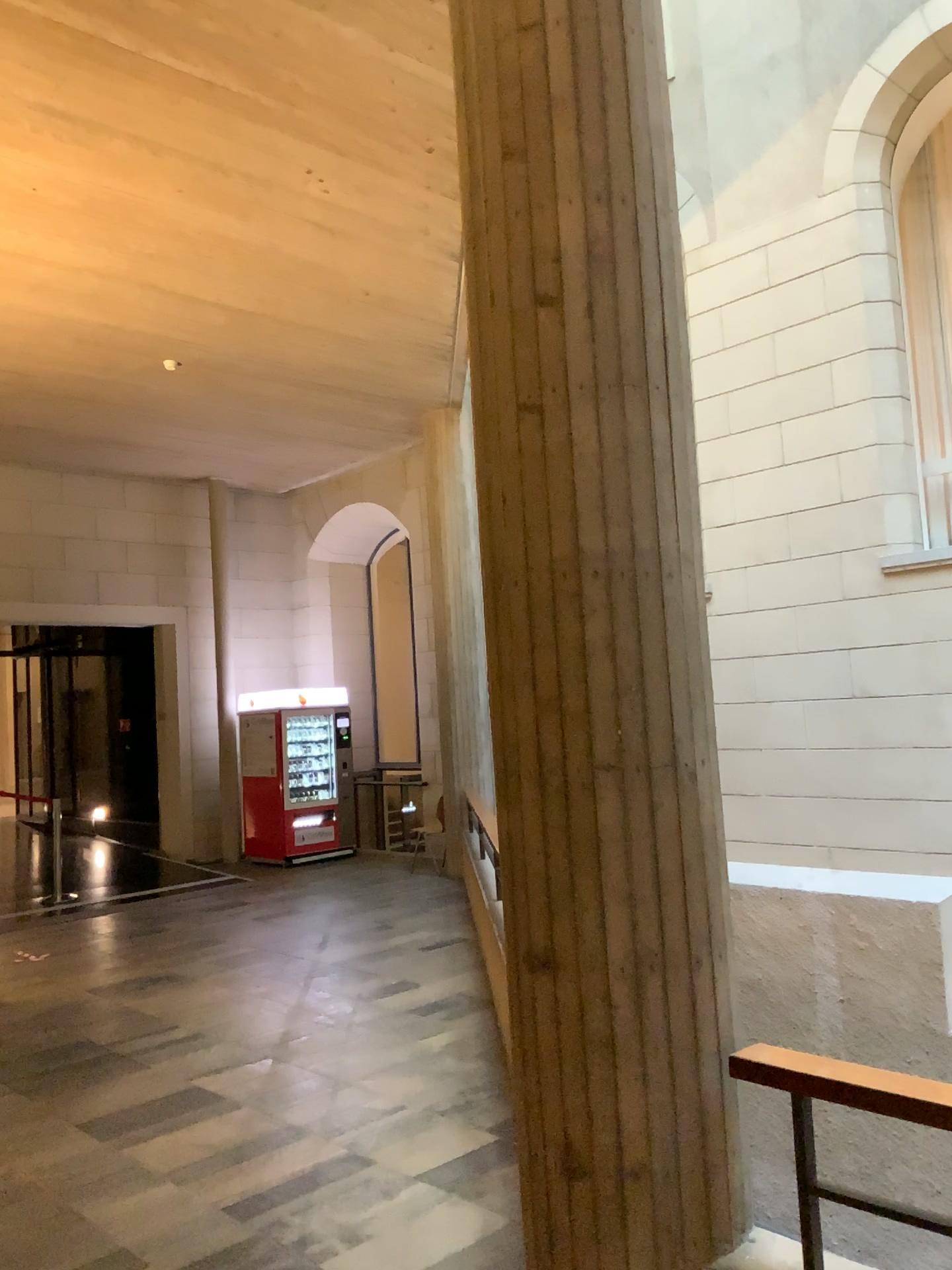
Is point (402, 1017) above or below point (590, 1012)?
below

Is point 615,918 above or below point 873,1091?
above

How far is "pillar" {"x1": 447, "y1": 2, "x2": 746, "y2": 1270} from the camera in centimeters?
229cm

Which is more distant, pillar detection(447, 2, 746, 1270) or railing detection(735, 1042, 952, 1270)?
pillar detection(447, 2, 746, 1270)

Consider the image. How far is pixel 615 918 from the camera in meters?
2.3 m

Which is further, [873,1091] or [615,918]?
[615,918]
